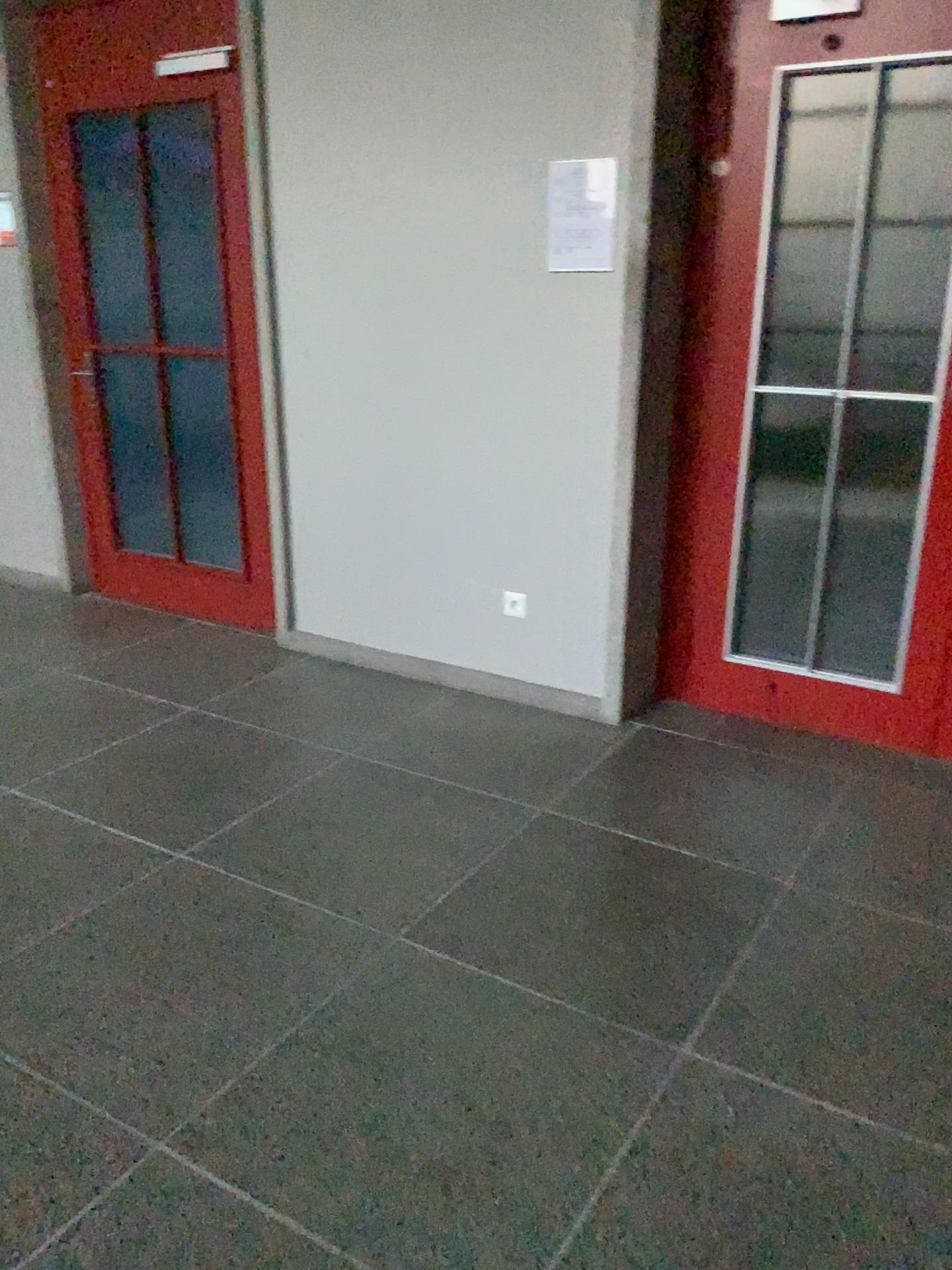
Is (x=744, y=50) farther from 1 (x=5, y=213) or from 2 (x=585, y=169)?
1 (x=5, y=213)

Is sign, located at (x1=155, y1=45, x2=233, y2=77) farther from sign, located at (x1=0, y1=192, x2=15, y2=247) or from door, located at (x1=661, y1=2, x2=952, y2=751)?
door, located at (x1=661, y1=2, x2=952, y2=751)

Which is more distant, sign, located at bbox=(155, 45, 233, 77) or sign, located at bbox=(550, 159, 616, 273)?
sign, located at bbox=(155, 45, 233, 77)

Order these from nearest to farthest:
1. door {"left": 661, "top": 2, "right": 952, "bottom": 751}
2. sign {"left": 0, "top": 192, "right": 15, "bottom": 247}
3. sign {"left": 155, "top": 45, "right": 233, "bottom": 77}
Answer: door {"left": 661, "top": 2, "right": 952, "bottom": 751}, sign {"left": 155, "top": 45, "right": 233, "bottom": 77}, sign {"left": 0, "top": 192, "right": 15, "bottom": 247}

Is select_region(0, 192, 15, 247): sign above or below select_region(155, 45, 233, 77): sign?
below

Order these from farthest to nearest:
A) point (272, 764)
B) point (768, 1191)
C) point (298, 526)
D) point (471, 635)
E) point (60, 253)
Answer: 1. point (60, 253)
2. point (298, 526)
3. point (471, 635)
4. point (272, 764)
5. point (768, 1191)

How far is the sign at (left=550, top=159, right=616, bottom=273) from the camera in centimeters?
304cm

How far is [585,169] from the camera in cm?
304

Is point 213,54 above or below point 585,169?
above

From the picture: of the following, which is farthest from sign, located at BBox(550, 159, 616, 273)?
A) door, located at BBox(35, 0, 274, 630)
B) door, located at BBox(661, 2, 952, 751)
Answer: door, located at BBox(35, 0, 274, 630)
